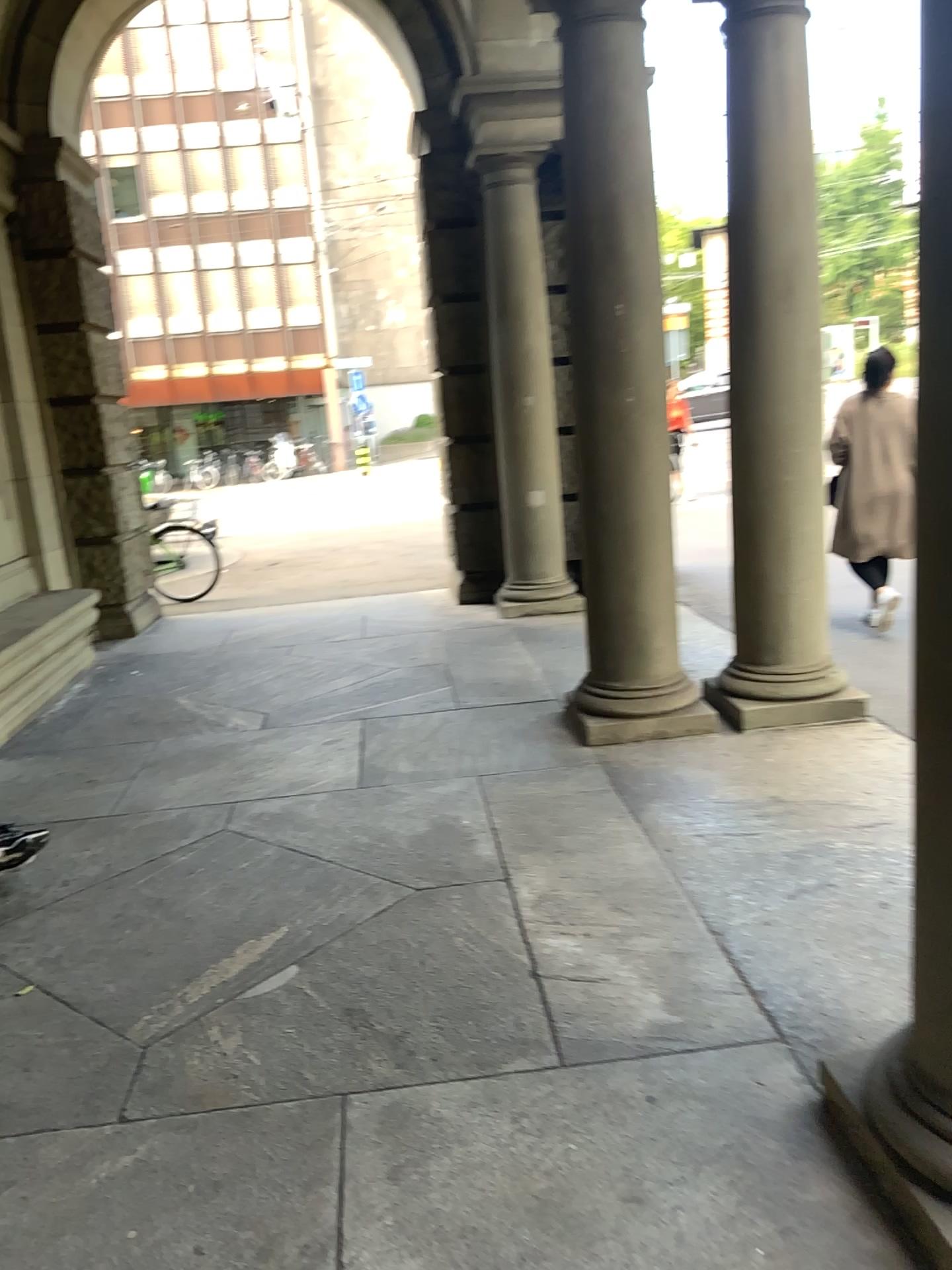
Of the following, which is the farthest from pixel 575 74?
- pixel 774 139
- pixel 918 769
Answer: pixel 918 769

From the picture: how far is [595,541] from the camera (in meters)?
4.59

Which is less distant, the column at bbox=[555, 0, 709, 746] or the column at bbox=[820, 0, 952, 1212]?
the column at bbox=[820, 0, 952, 1212]

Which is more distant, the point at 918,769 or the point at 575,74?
the point at 575,74

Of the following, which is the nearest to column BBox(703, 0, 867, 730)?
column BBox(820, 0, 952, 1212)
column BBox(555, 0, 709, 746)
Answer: column BBox(555, 0, 709, 746)

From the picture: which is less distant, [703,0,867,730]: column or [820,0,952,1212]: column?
[820,0,952,1212]: column

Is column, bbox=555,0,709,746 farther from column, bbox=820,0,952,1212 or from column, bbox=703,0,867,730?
column, bbox=820,0,952,1212

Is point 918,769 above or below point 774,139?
below
